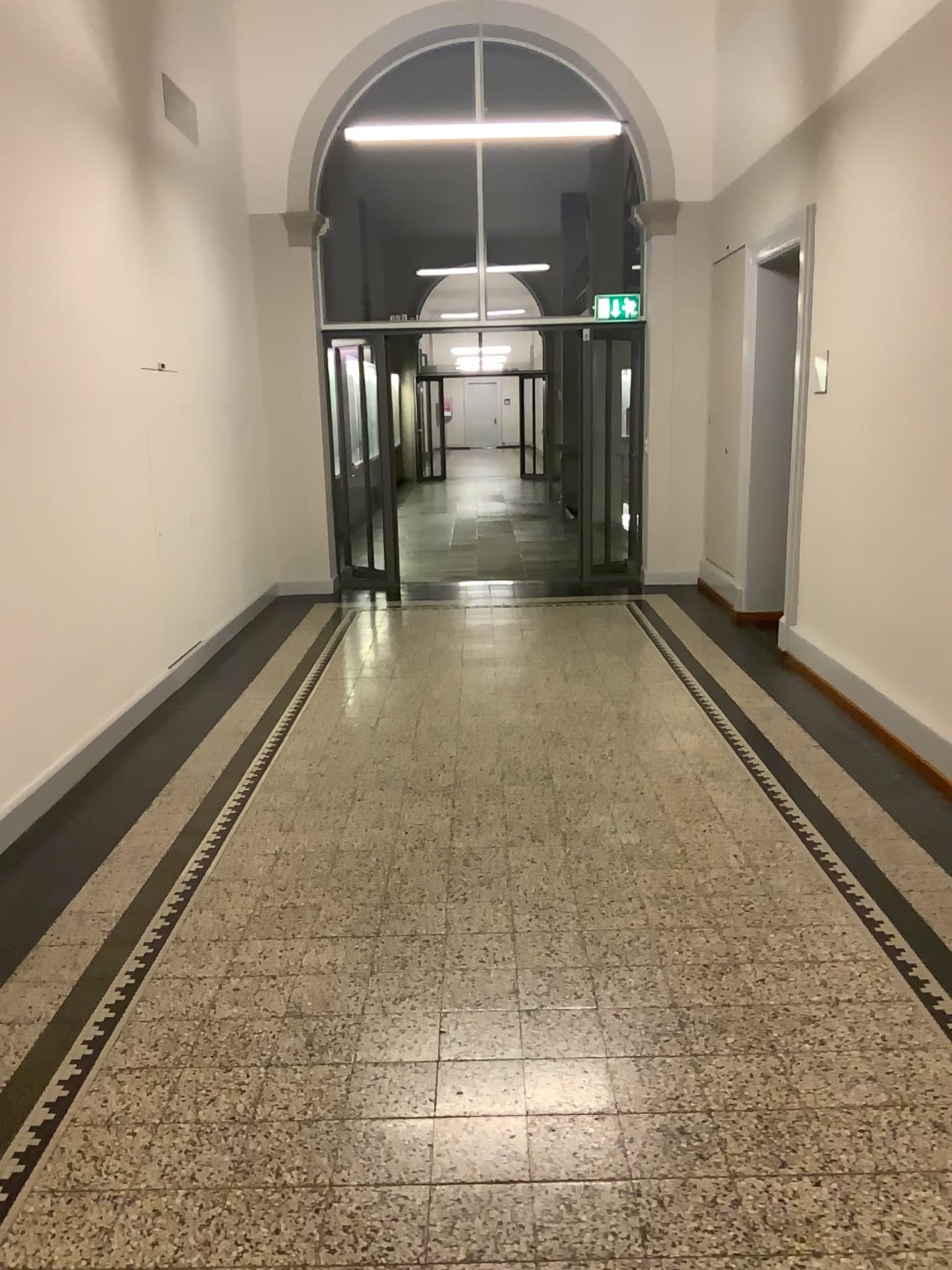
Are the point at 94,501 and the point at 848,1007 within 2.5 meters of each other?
no
